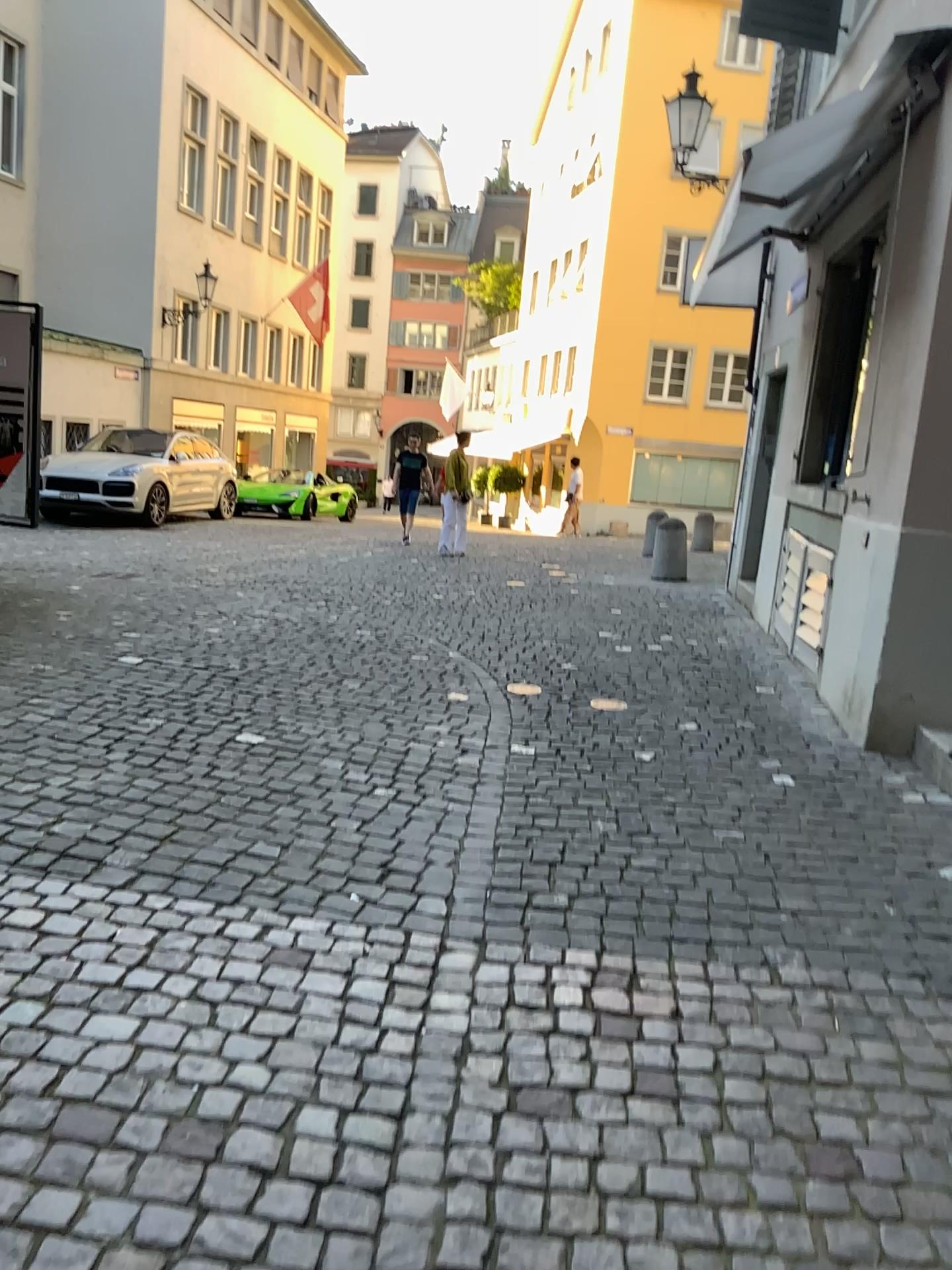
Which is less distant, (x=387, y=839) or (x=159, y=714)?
(x=387, y=839)
